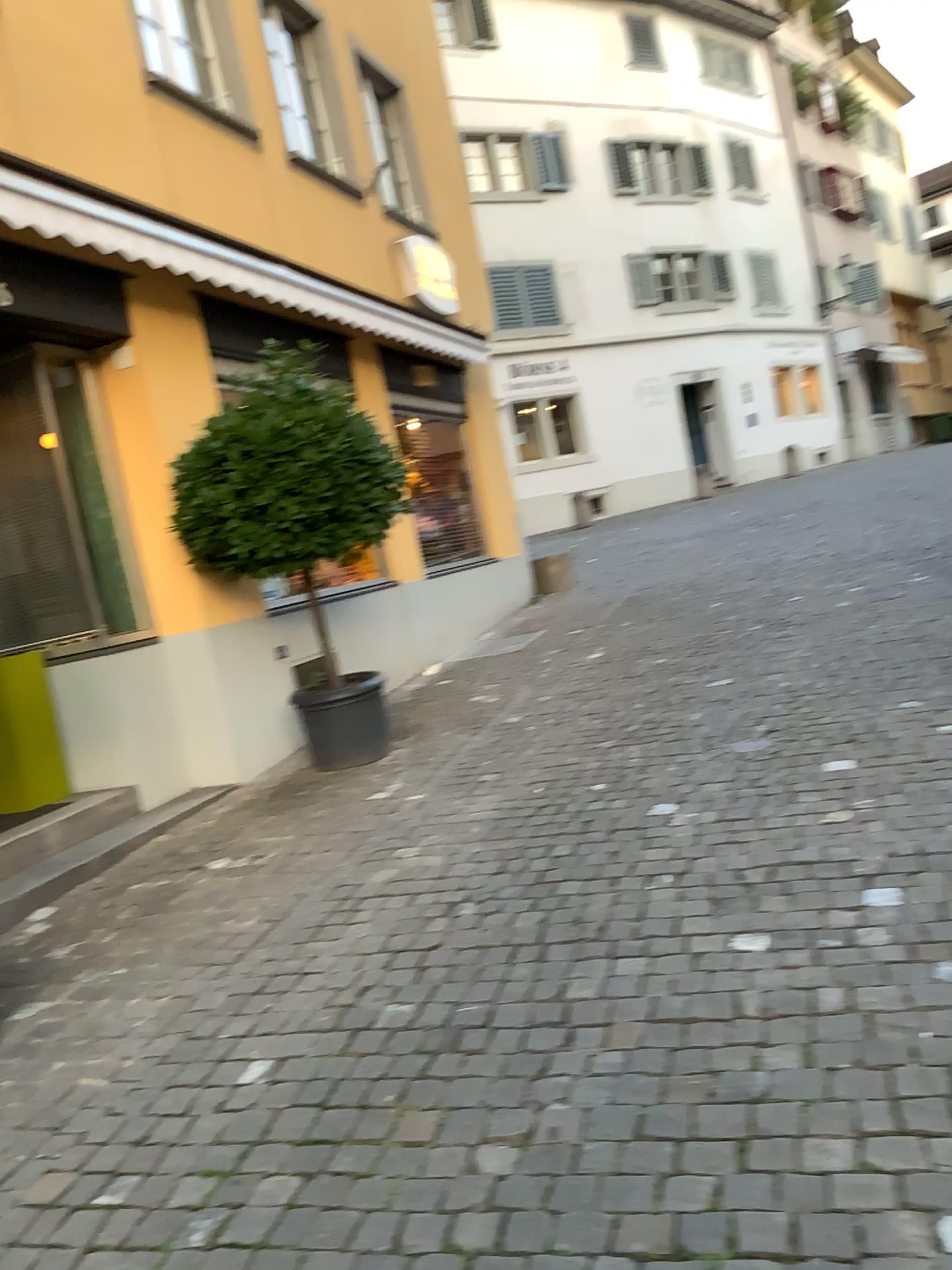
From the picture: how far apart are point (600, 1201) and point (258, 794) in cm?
388
